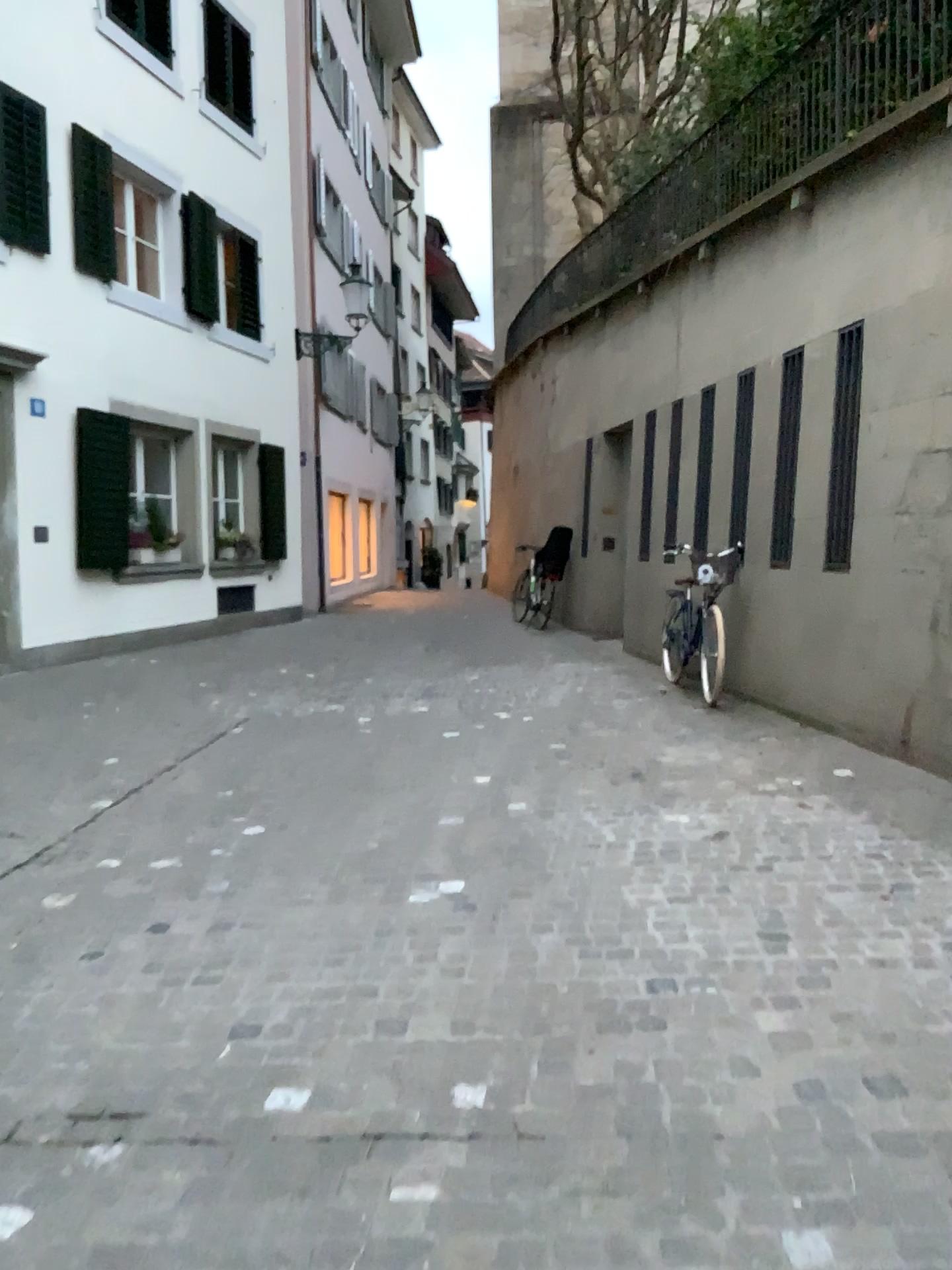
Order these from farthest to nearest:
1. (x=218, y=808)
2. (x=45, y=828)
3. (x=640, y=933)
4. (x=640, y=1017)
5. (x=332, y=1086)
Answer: (x=218, y=808)
(x=45, y=828)
(x=640, y=933)
(x=640, y=1017)
(x=332, y=1086)
